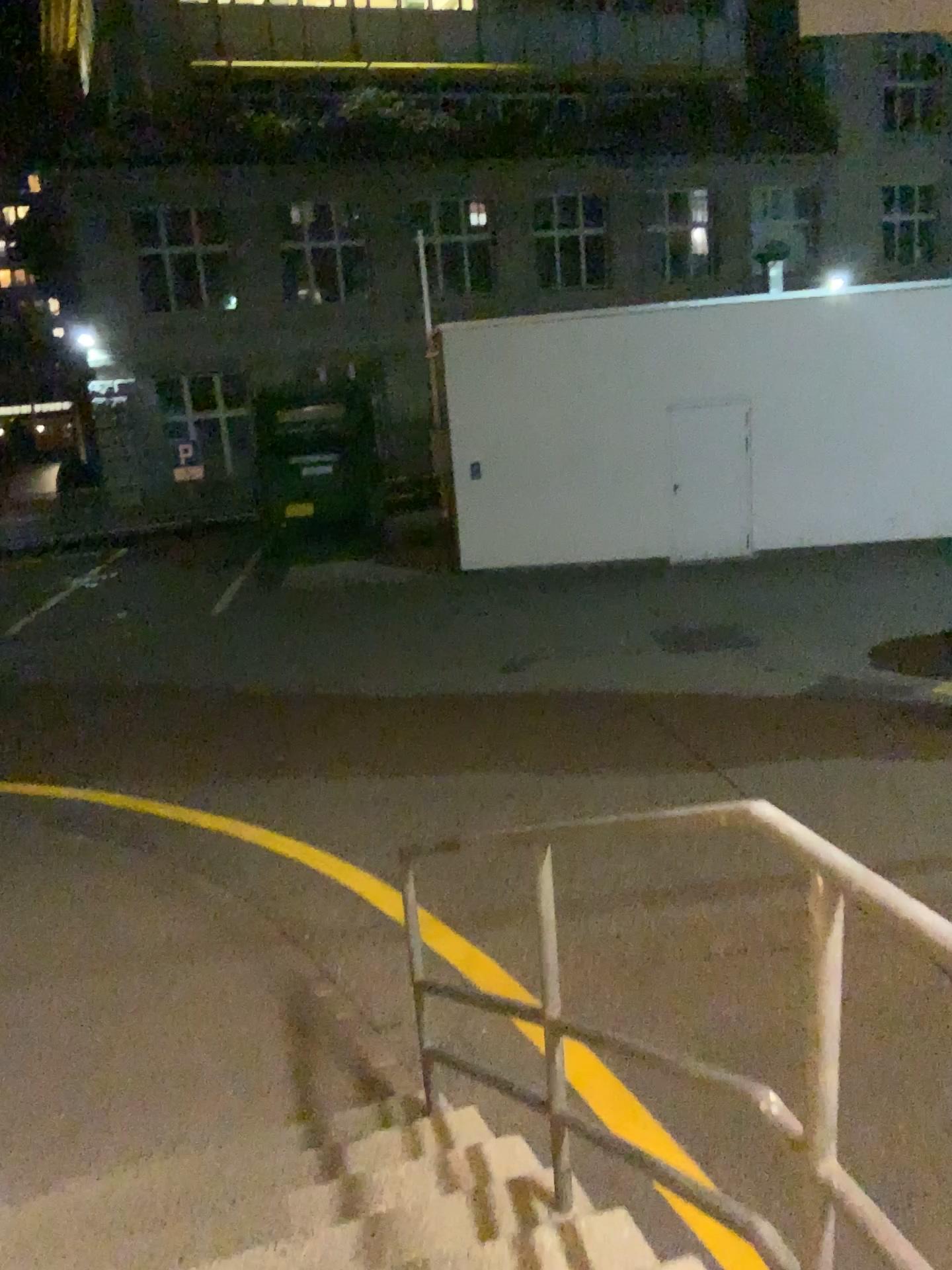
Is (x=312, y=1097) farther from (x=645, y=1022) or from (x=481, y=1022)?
(x=645, y=1022)
